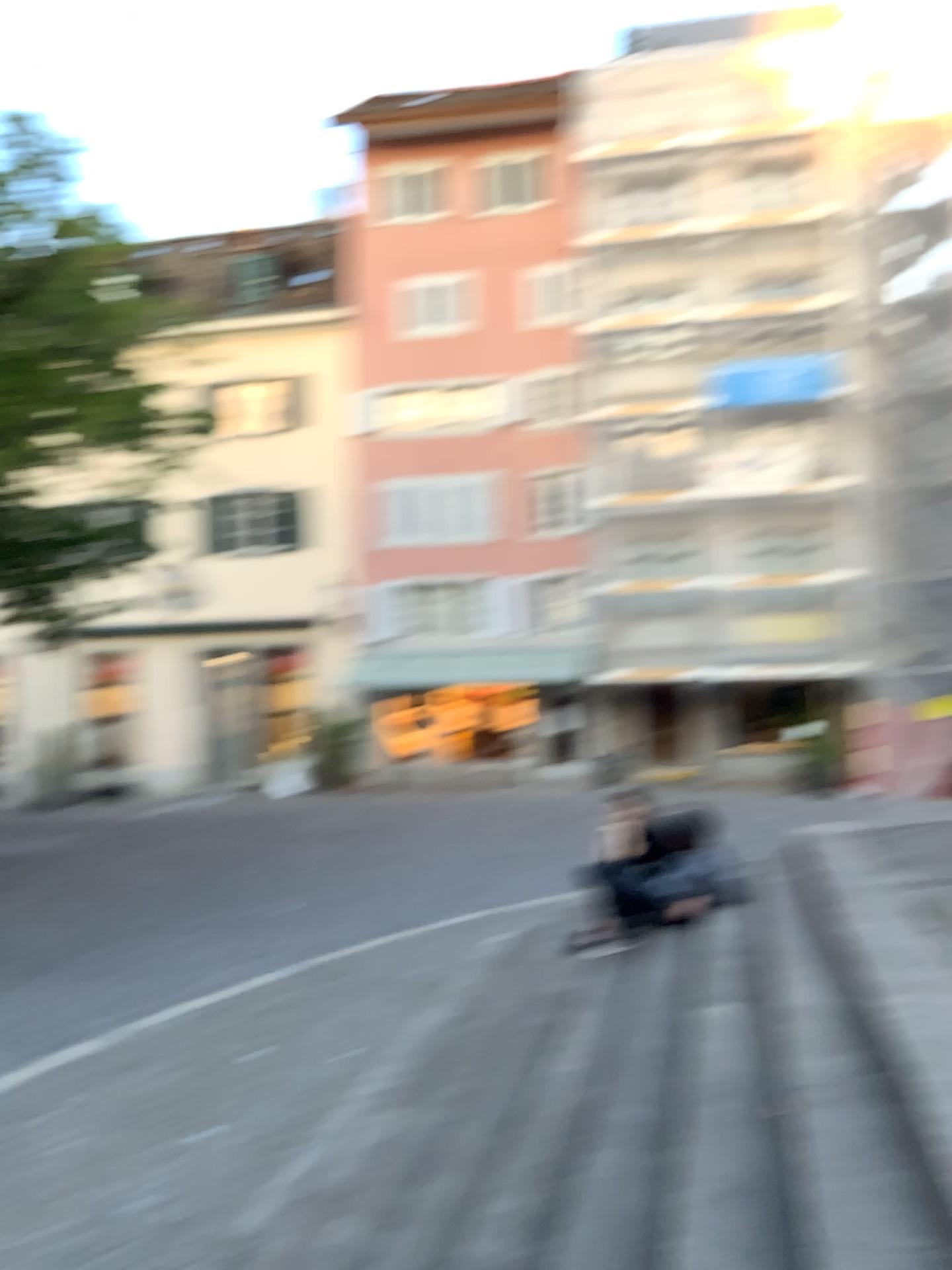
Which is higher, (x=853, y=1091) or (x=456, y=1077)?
(x=853, y=1091)
